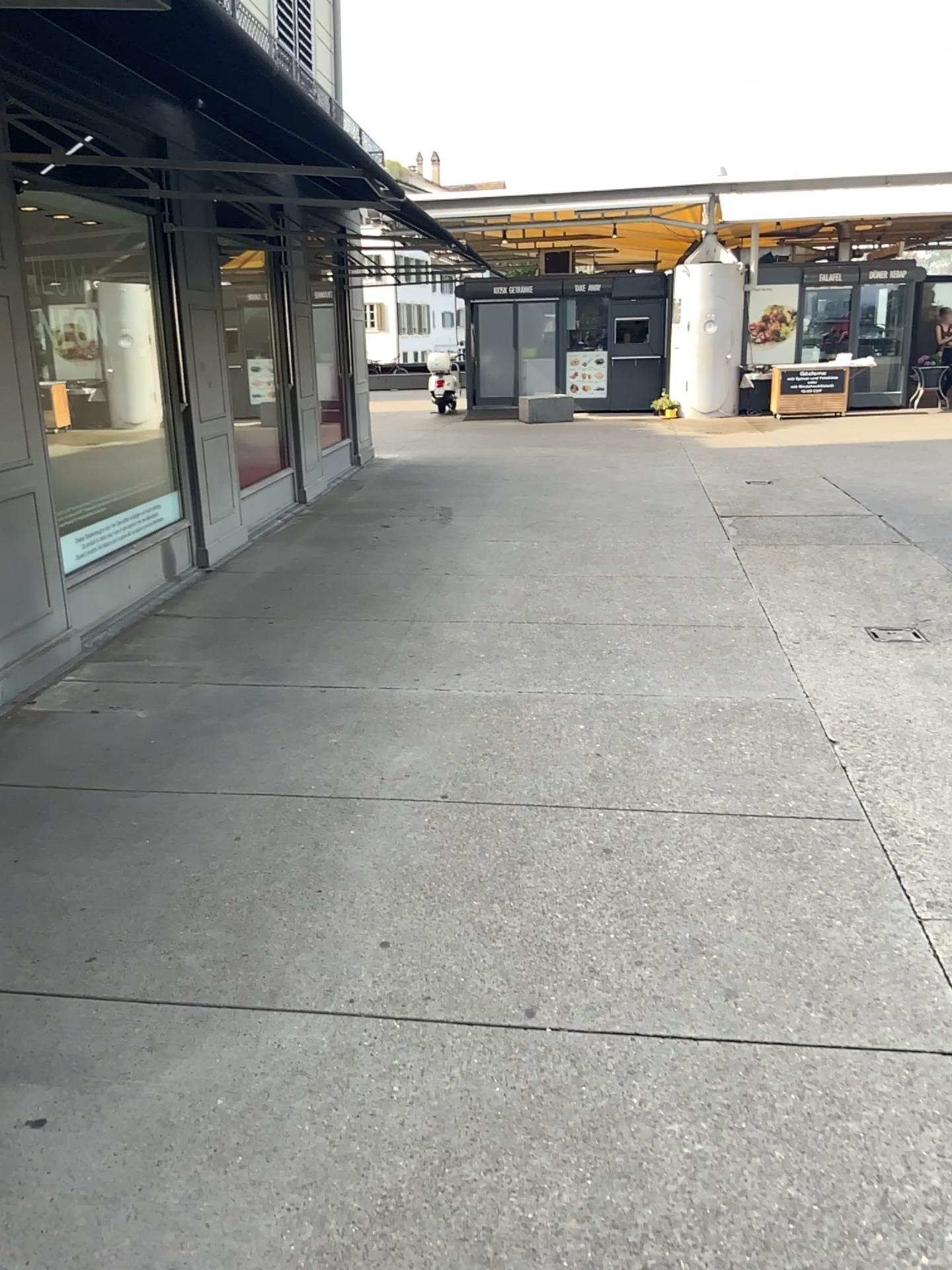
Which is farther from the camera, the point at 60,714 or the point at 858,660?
the point at 858,660
